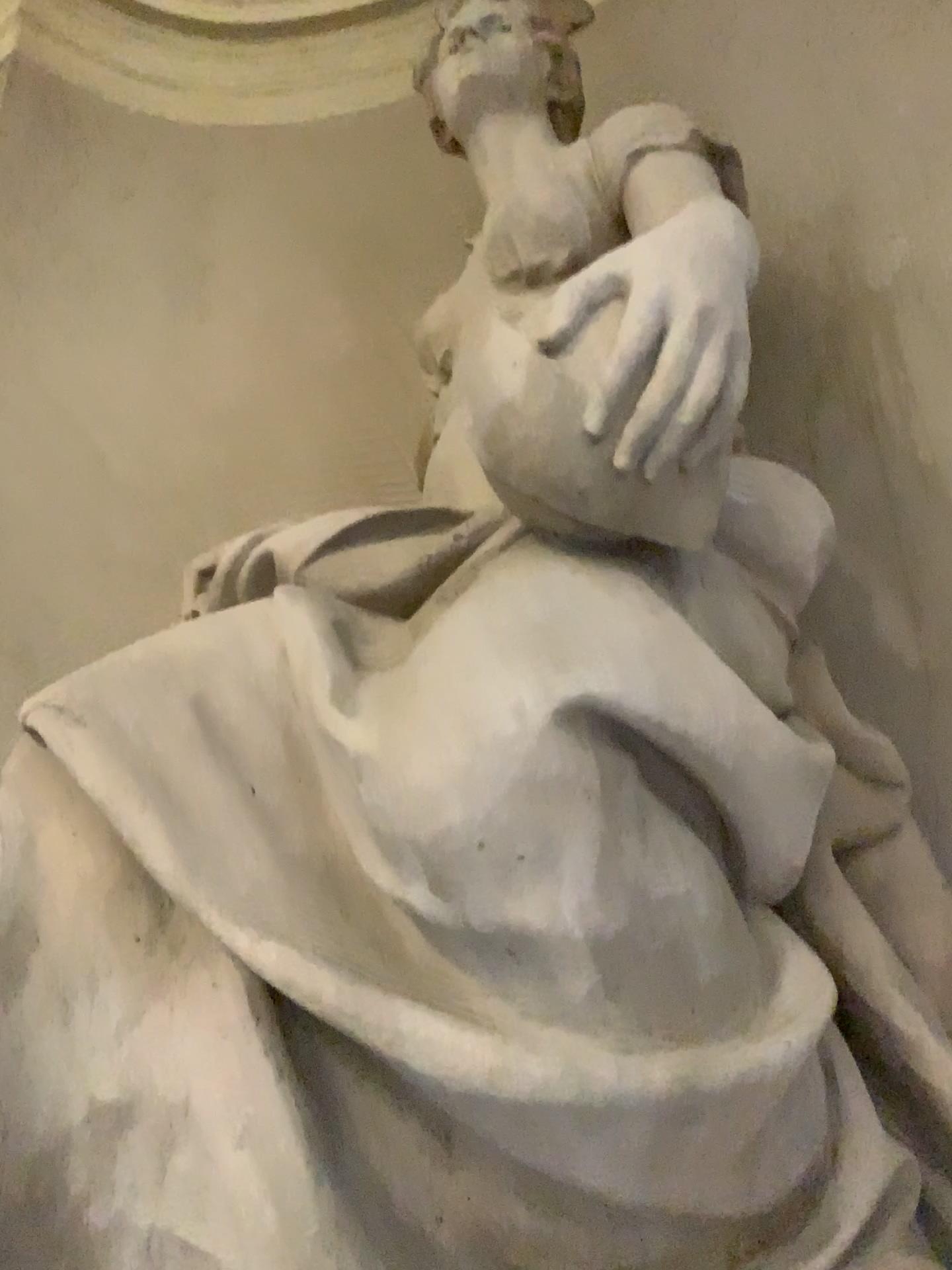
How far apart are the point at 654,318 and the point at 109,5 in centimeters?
338cm

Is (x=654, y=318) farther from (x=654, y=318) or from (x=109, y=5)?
(x=109, y=5)

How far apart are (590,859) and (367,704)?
0.31m

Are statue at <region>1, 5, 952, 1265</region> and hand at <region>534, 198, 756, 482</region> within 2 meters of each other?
yes

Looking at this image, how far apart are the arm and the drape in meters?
2.7 m

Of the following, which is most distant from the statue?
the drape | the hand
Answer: the drape

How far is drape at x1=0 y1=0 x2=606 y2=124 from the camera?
3.7 meters

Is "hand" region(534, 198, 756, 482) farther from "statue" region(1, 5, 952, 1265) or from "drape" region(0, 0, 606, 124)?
"drape" region(0, 0, 606, 124)

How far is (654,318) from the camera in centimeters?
119cm

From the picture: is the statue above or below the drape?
below
